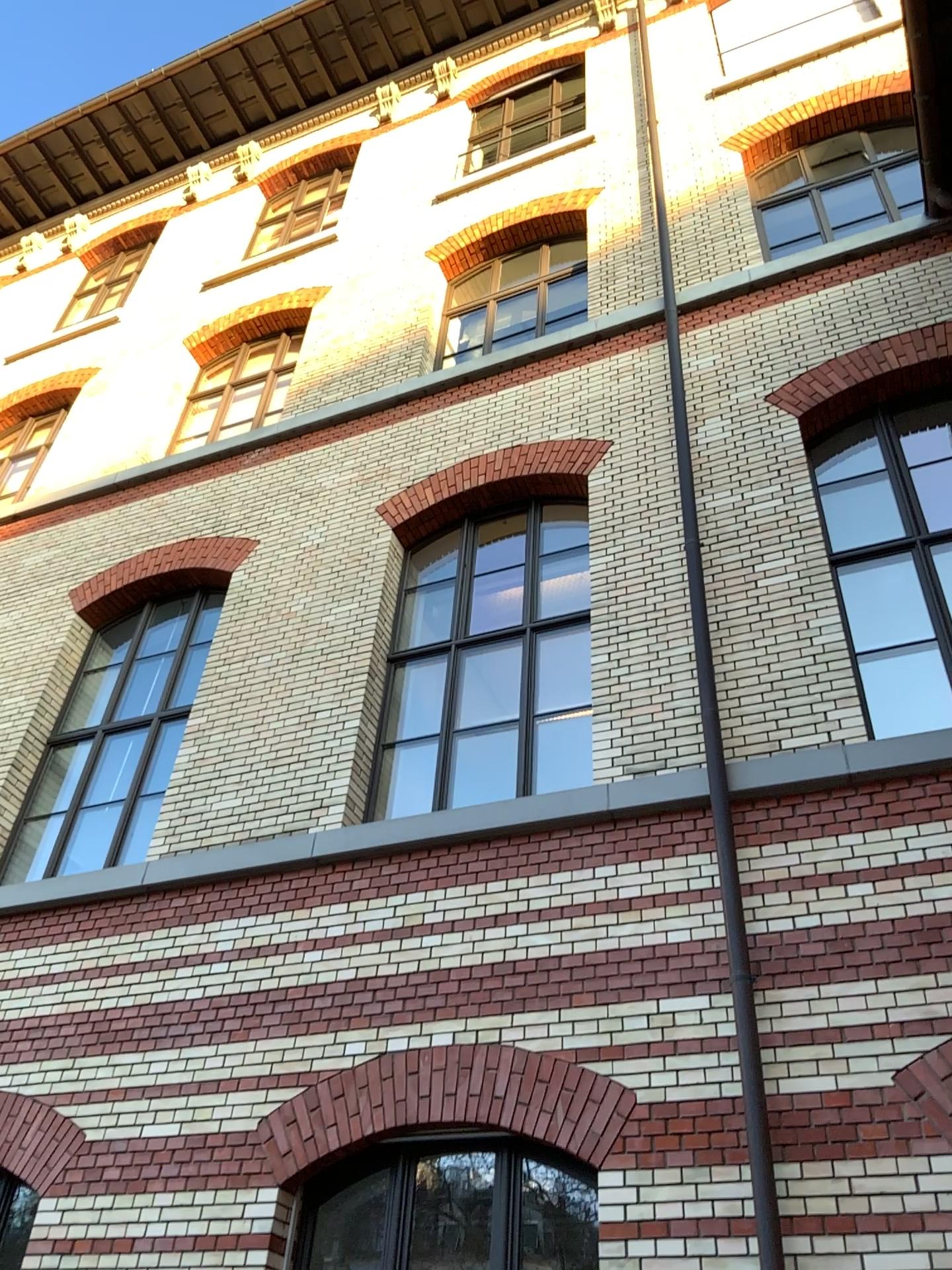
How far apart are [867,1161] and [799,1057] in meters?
0.5
